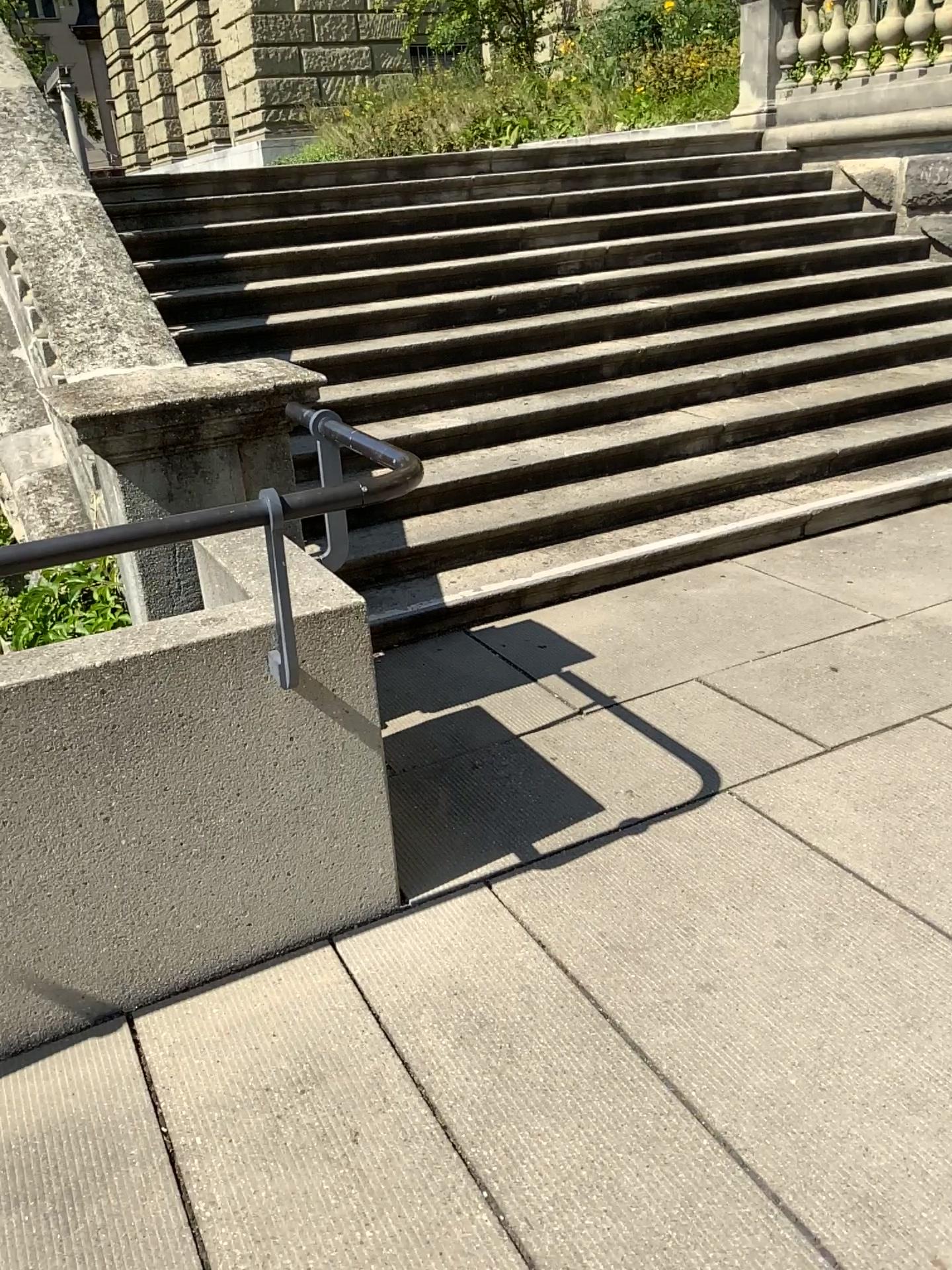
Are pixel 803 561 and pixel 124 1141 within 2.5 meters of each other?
no
